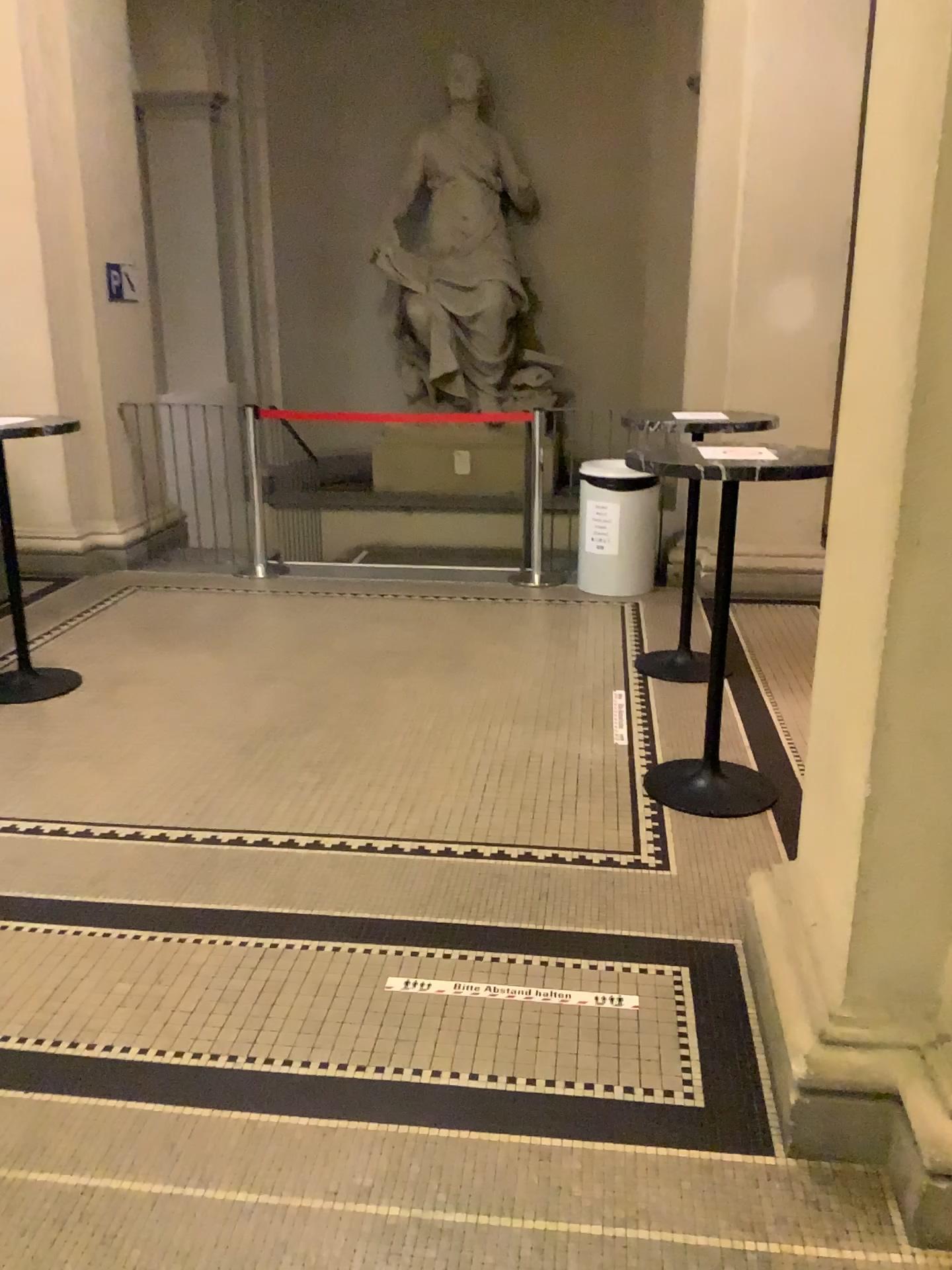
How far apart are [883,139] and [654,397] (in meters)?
5.03
